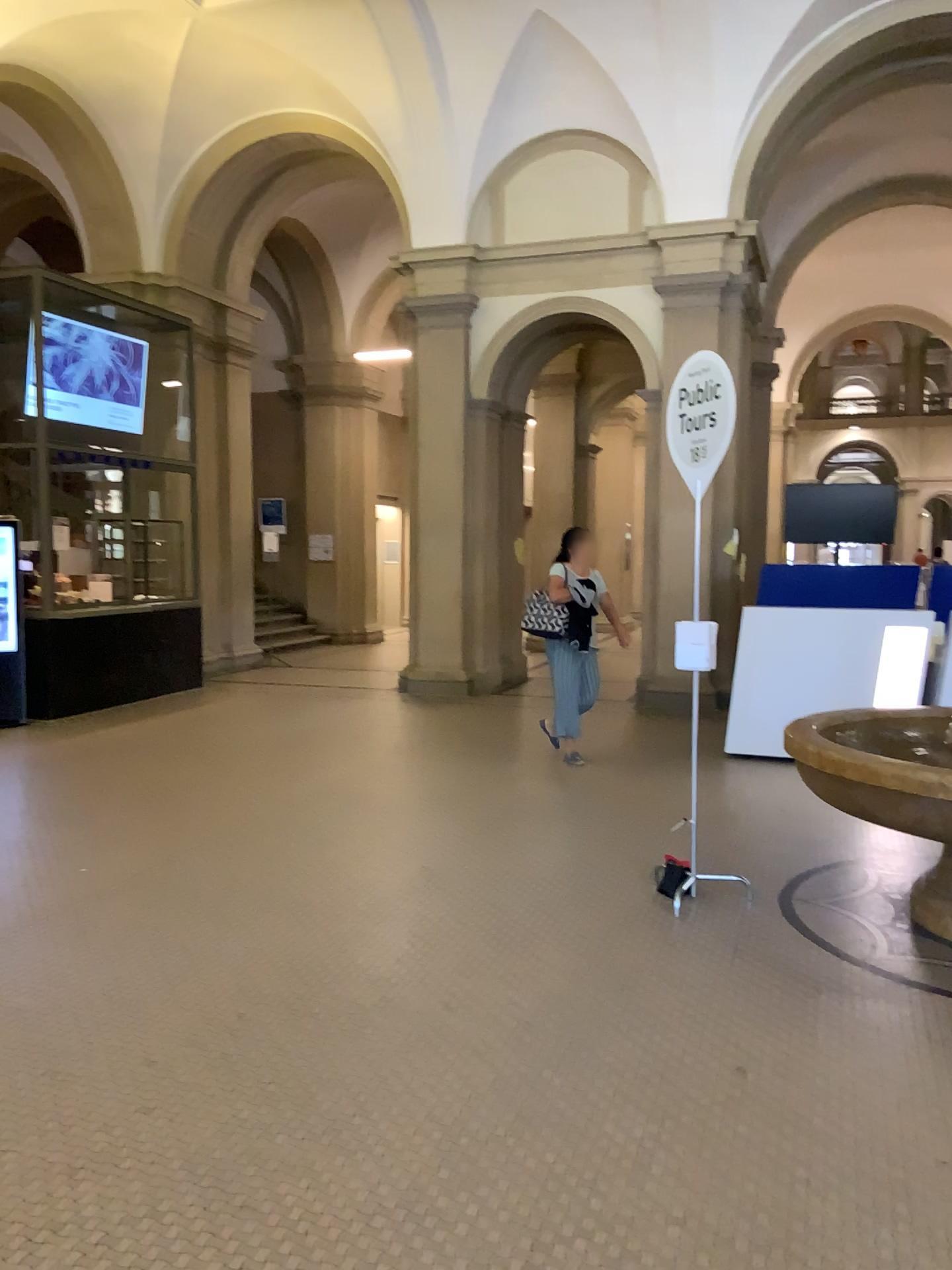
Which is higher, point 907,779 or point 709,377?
point 709,377

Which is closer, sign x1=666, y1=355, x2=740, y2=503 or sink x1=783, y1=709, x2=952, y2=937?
sink x1=783, y1=709, x2=952, y2=937

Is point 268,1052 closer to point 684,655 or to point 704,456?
point 684,655

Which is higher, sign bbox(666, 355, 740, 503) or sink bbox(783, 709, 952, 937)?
sign bbox(666, 355, 740, 503)

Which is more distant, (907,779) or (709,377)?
(709,377)
